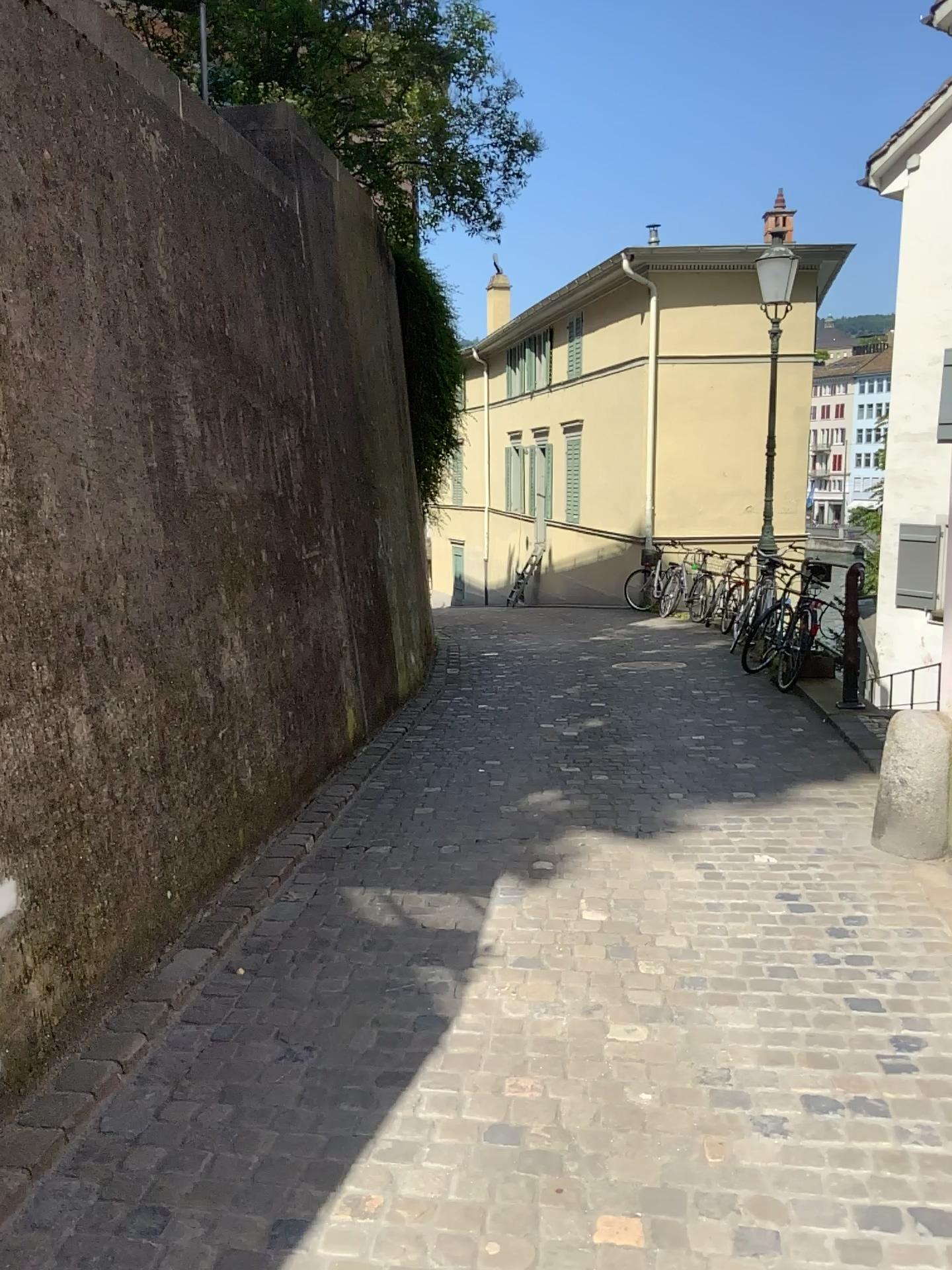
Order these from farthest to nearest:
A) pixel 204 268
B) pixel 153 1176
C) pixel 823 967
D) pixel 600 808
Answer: pixel 600 808 < pixel 204 268 < pixel 823 967 < pixel 153 1176
